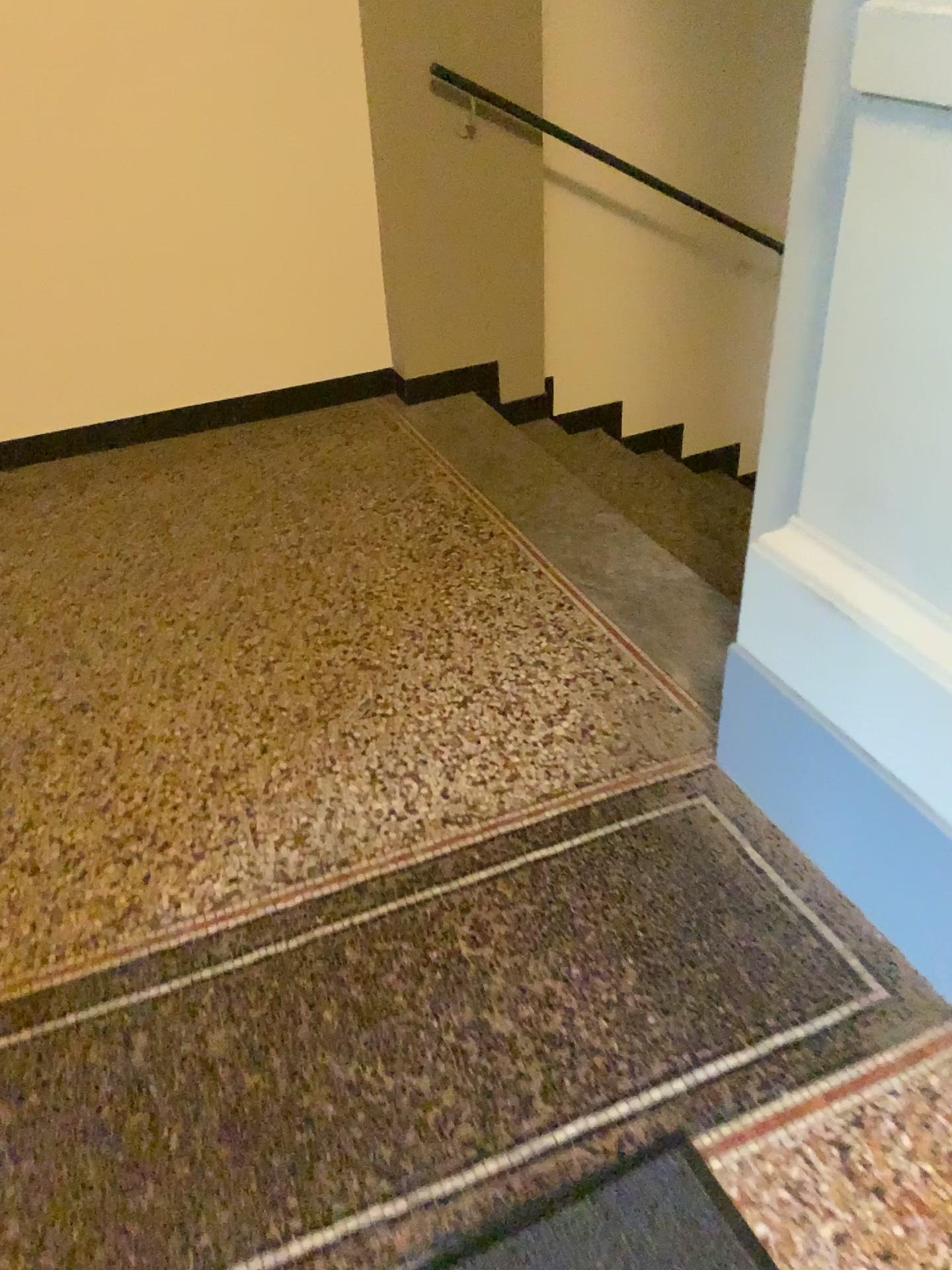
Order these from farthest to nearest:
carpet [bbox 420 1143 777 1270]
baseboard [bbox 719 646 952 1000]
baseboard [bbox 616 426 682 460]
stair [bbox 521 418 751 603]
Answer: baseboard [bbox 616 426 682 460]
stair [bbox 521 418 751 603]
baseboard [bbox 719 646 952 1000]
carpet [bbox 420 1143 777 1270]

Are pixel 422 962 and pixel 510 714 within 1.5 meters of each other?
yes

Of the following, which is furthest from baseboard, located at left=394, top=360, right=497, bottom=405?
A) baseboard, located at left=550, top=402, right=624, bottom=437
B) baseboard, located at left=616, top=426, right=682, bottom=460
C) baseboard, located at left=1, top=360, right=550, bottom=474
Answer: baseboard, located at left=616, top=426, right=682, bottom=460

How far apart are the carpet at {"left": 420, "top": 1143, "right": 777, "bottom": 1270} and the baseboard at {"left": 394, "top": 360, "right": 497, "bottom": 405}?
2.8m

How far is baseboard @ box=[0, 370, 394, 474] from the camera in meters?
3.4

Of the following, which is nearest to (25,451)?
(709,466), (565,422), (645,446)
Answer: (565,422)

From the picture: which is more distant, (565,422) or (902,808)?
(565,422)

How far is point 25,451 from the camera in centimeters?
341cm

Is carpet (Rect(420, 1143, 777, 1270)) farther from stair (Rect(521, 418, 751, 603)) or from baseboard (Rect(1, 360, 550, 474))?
baseboard (Rect(1, 360, 550, 474))

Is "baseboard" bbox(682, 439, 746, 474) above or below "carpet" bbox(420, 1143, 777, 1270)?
below
